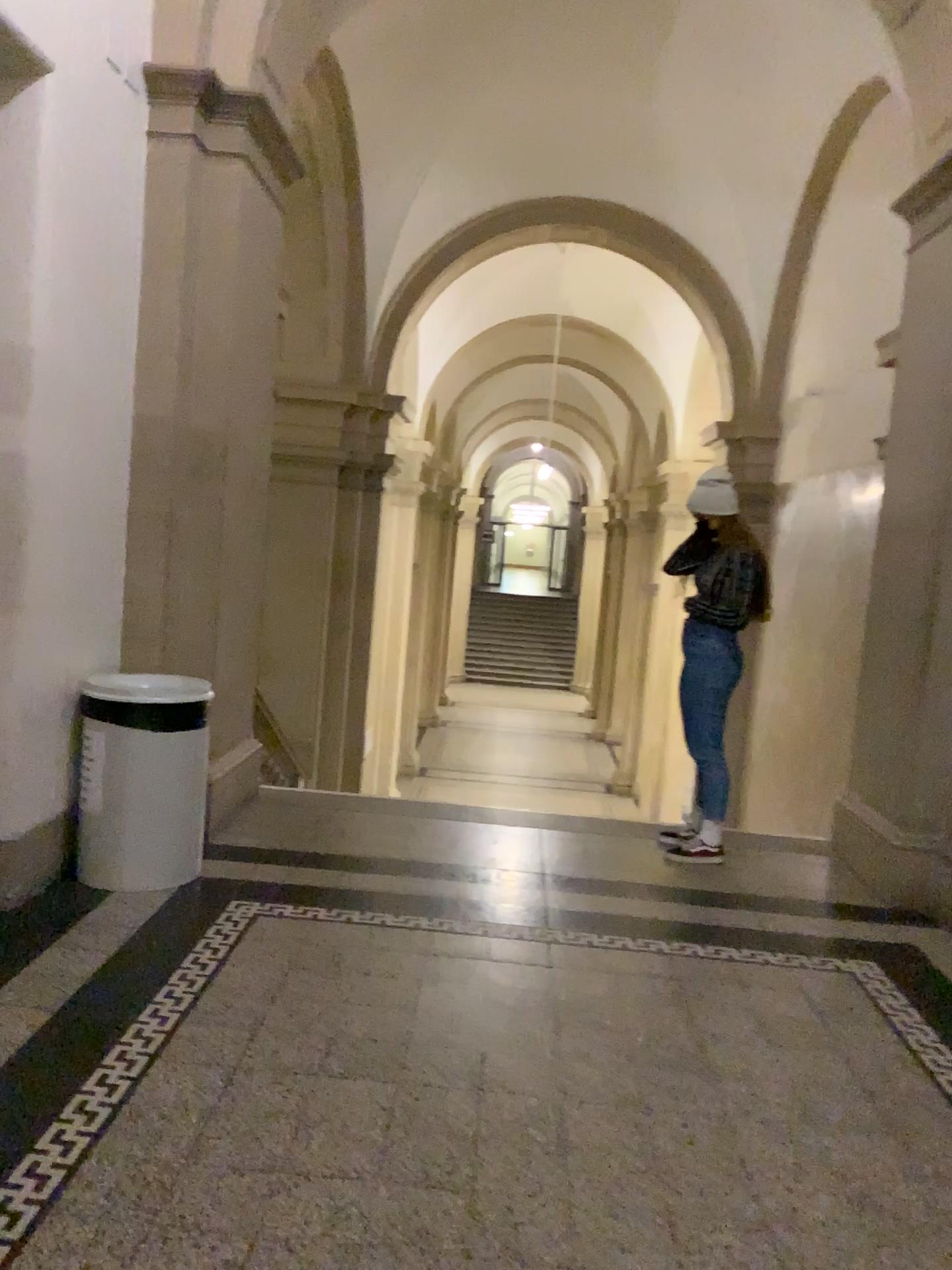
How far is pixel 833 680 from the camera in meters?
5.1 m

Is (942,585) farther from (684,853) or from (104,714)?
(104,714)

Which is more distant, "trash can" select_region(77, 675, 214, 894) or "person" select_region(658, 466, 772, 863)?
"person" select_region(658, 466, 772, 863)

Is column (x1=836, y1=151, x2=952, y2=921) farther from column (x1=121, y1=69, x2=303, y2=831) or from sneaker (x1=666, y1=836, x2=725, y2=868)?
column (x1=121, y1=69, x2=303, y2=831)

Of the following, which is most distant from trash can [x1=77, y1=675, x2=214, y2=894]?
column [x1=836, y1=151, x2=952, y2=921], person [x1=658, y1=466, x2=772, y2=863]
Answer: column [x1=836, y1=151, x2=952, y2=921]

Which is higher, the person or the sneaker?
the person

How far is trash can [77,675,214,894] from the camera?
3.7 meters

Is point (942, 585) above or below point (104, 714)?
above

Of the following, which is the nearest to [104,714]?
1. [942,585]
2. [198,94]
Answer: [198,94]

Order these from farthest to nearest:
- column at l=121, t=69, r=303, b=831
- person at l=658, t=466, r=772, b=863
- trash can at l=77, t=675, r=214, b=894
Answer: person at l=658, t=466, r=772, b=863, column at l=121, t=69, r=303, b=831, trash can at l=77, t=675, r=214, b=894
